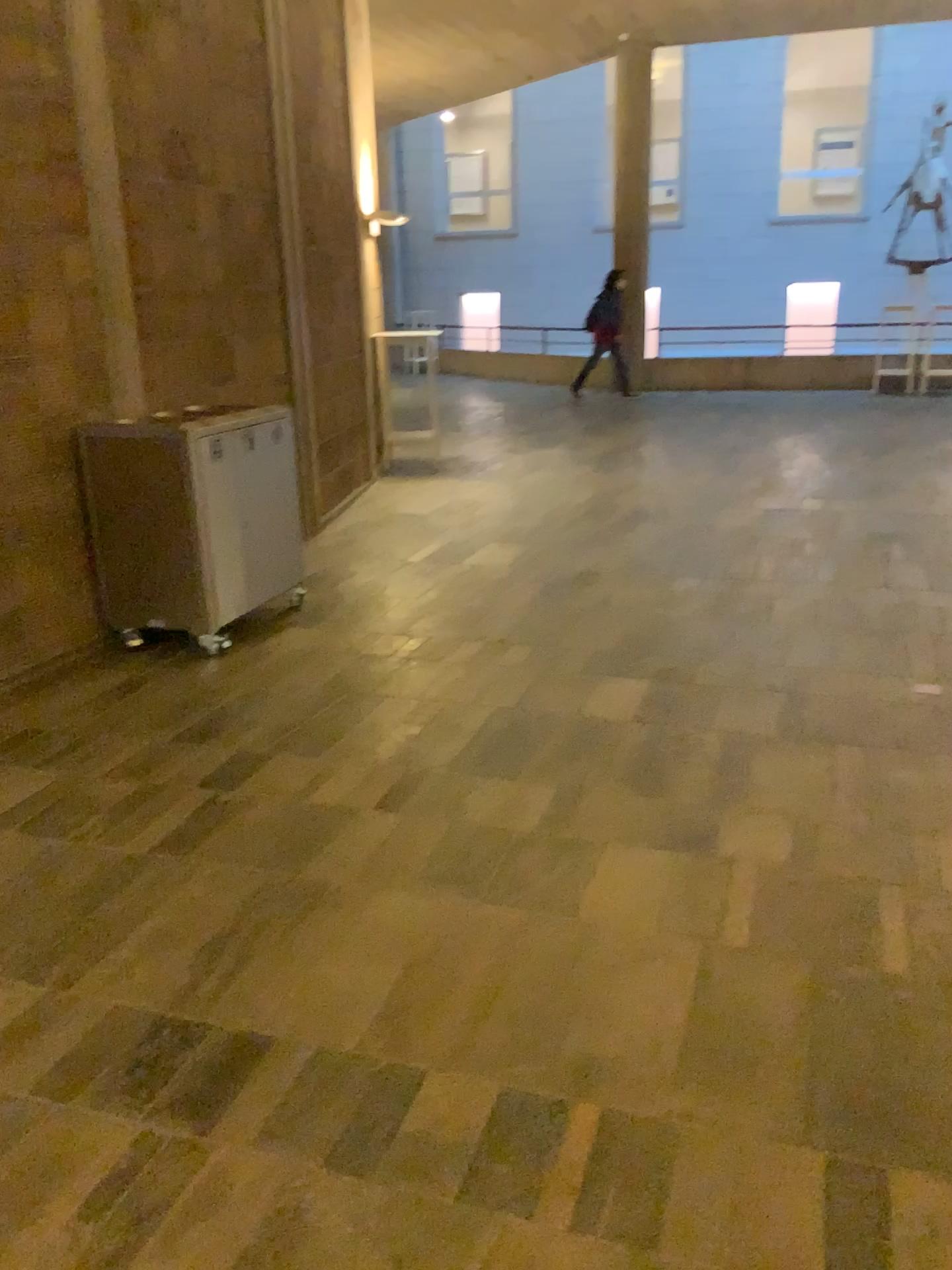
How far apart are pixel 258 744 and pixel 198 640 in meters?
1.2
